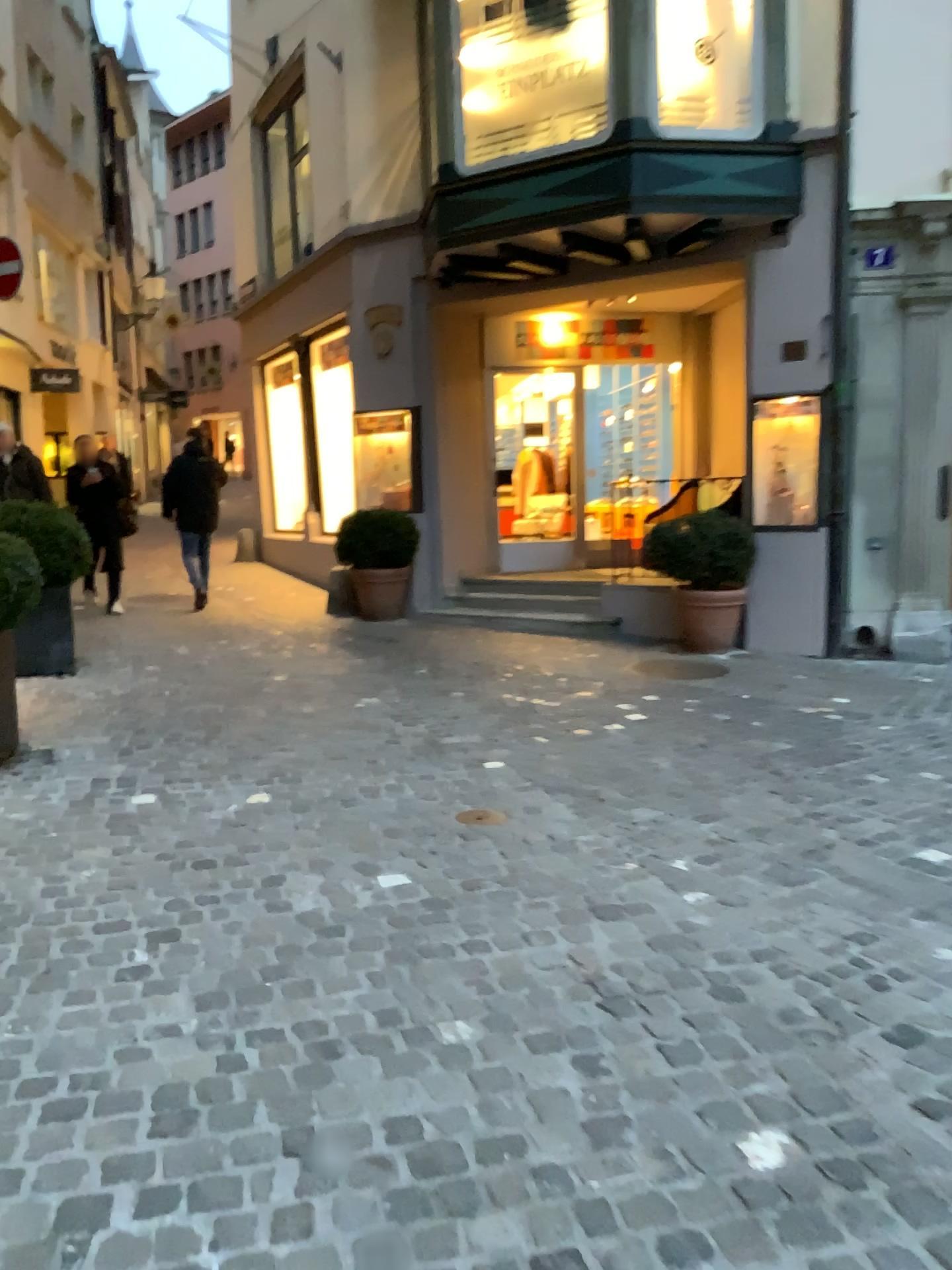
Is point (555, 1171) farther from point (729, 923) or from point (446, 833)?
point (446, 833)
